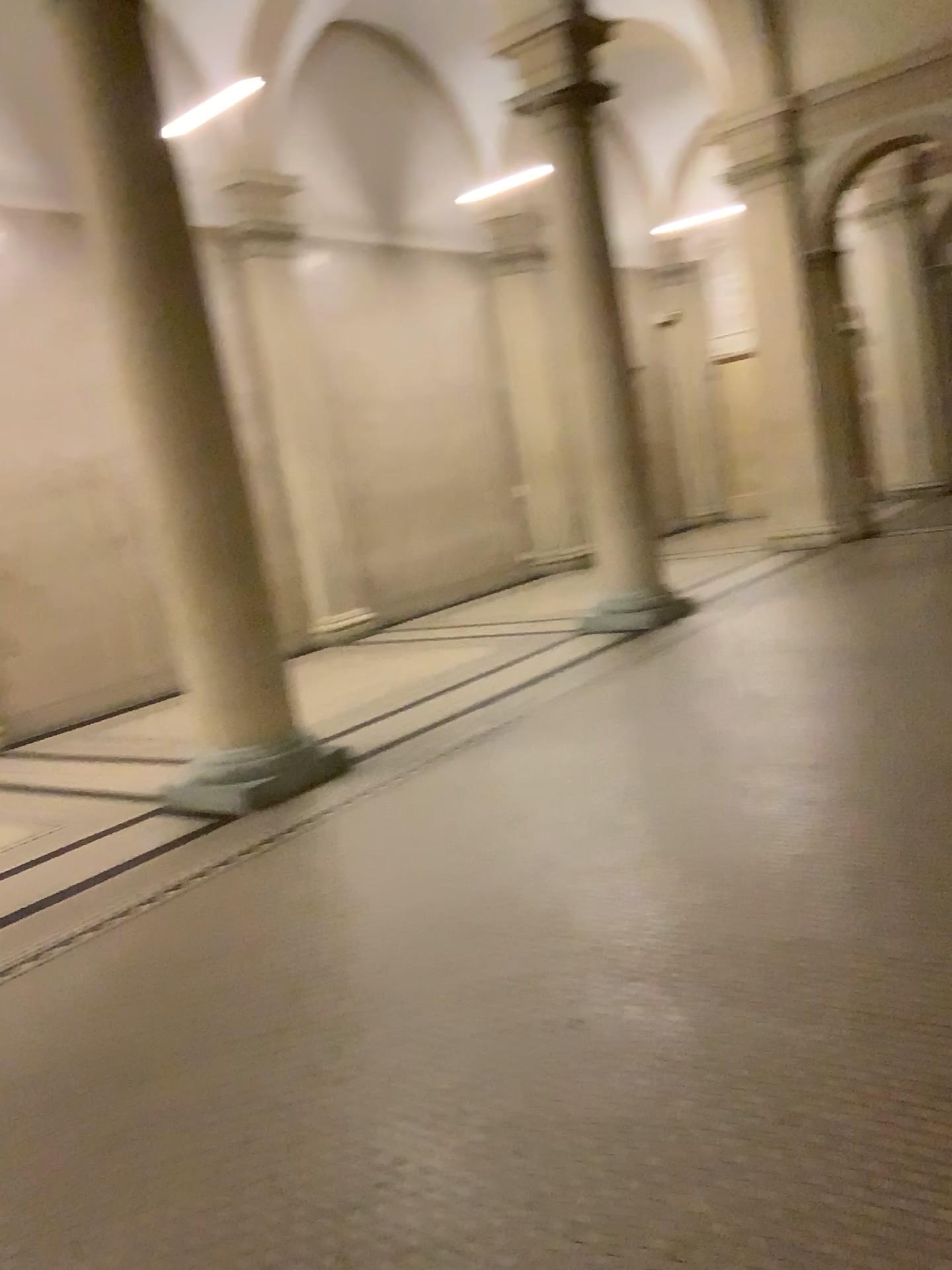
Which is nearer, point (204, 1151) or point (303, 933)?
point (204, 1151)
